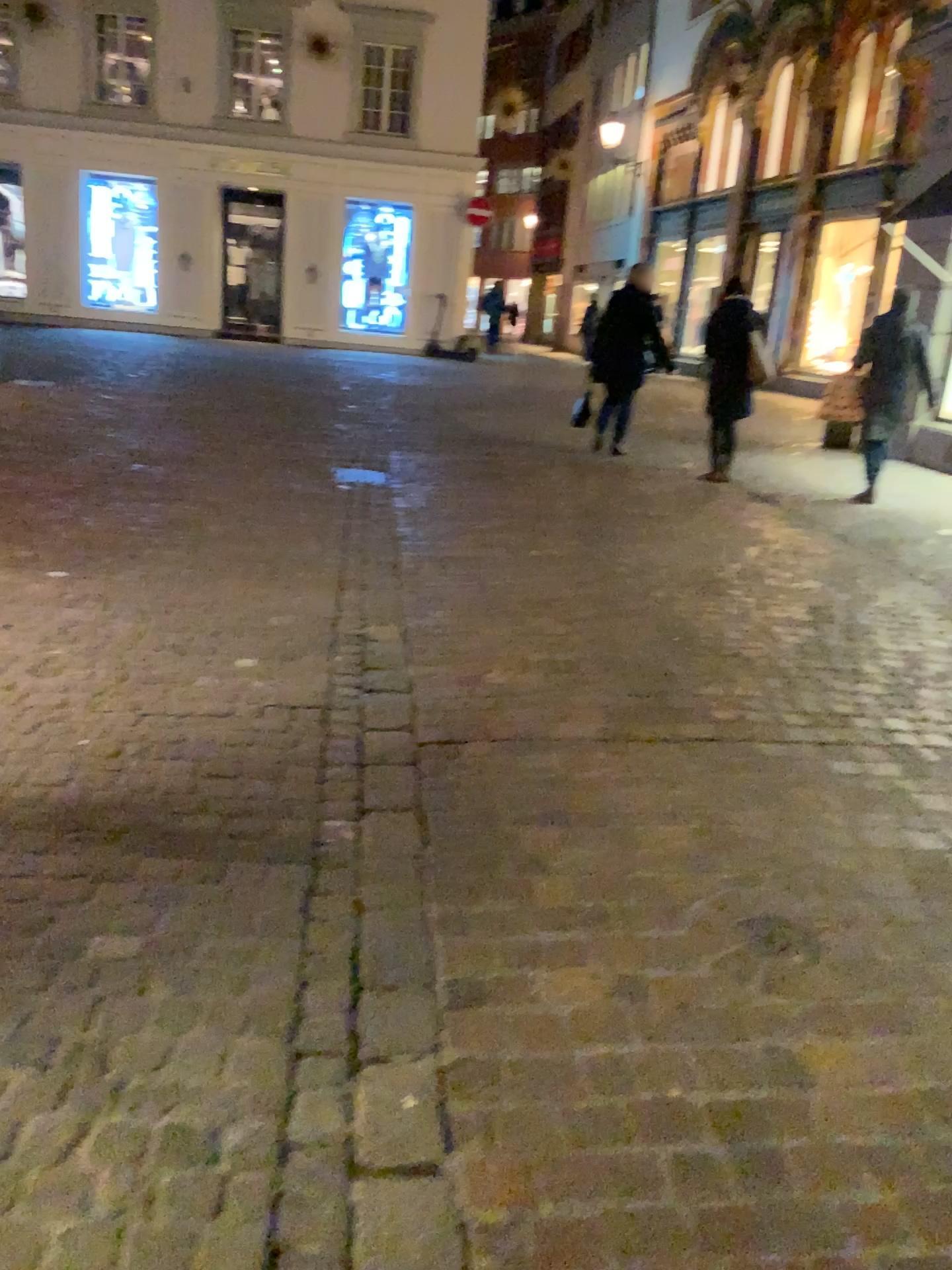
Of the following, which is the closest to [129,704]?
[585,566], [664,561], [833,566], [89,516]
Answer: [89,516]
